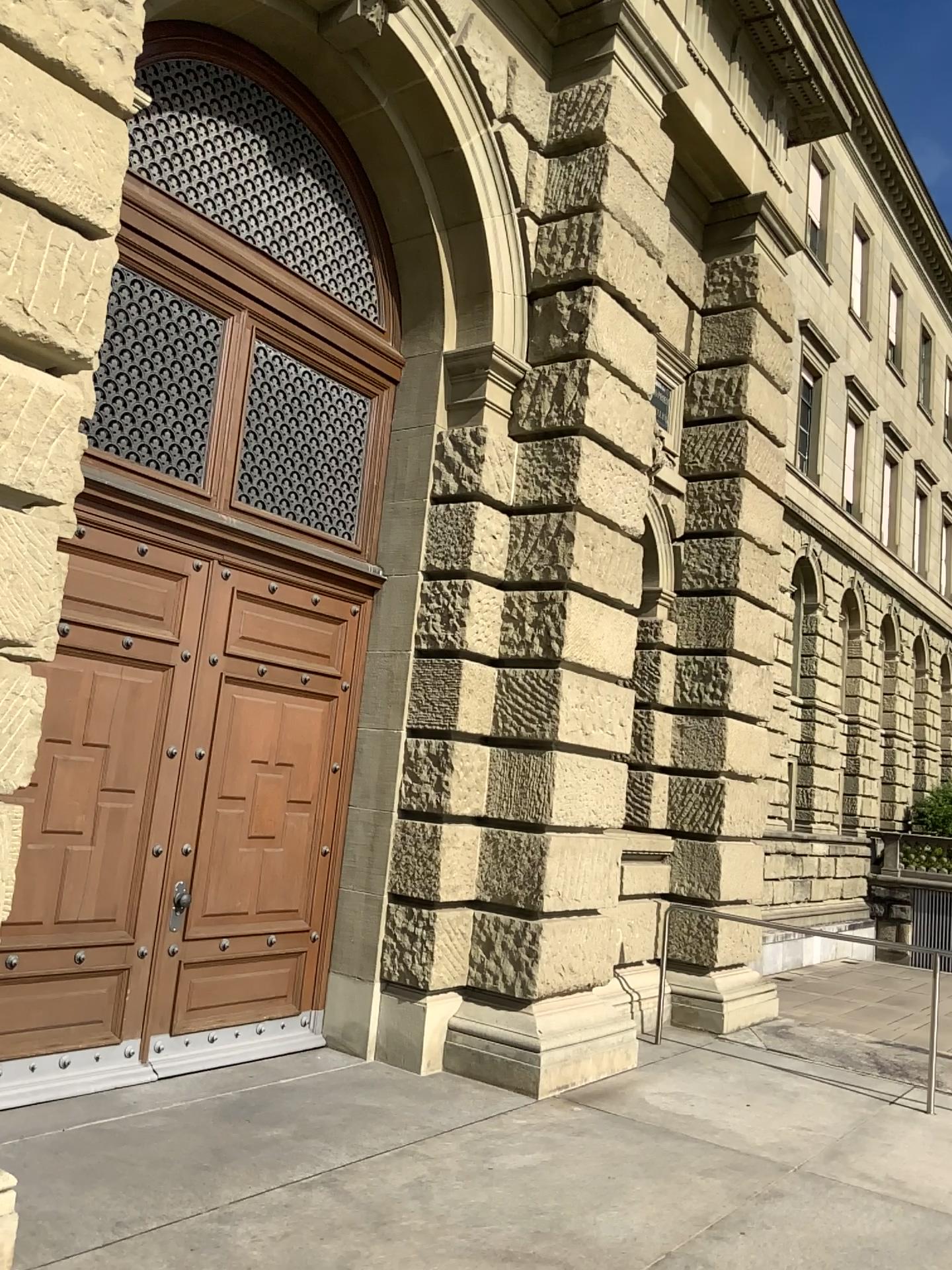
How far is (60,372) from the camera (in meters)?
3.66
